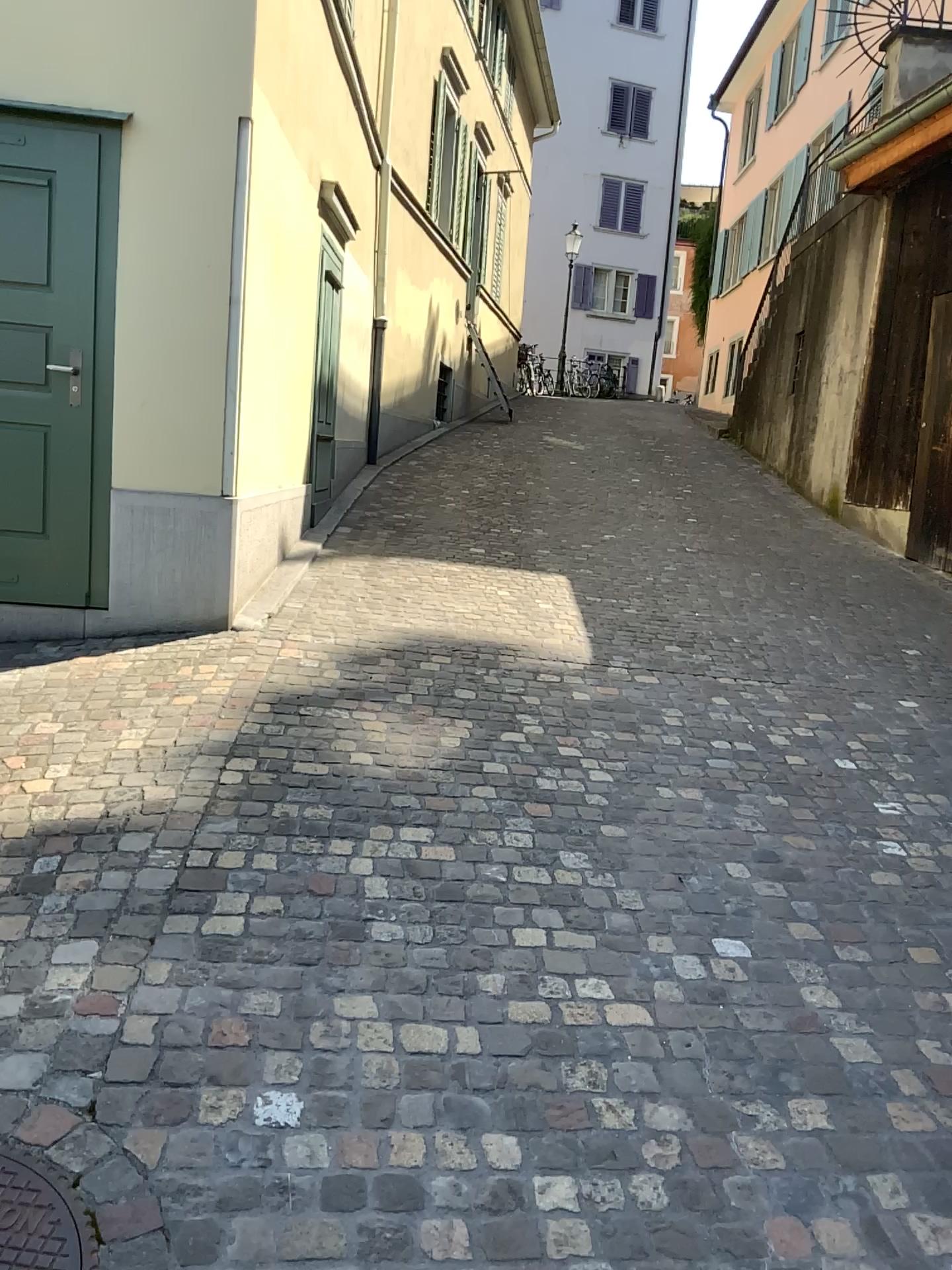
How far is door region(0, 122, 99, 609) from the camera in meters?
4.6

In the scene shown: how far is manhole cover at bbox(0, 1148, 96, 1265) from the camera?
1.73m

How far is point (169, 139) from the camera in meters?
4.6

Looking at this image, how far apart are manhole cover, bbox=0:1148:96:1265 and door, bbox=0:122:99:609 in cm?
328

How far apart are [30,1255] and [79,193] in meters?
4.2 m

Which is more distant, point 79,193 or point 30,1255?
point 79,193

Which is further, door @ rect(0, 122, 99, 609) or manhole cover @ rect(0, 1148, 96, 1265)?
door @ rect(0, 122, 99, 609)

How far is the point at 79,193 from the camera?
4.56m

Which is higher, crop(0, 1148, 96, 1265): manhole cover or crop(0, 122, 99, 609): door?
crop(0, 122, 99, 609): door
